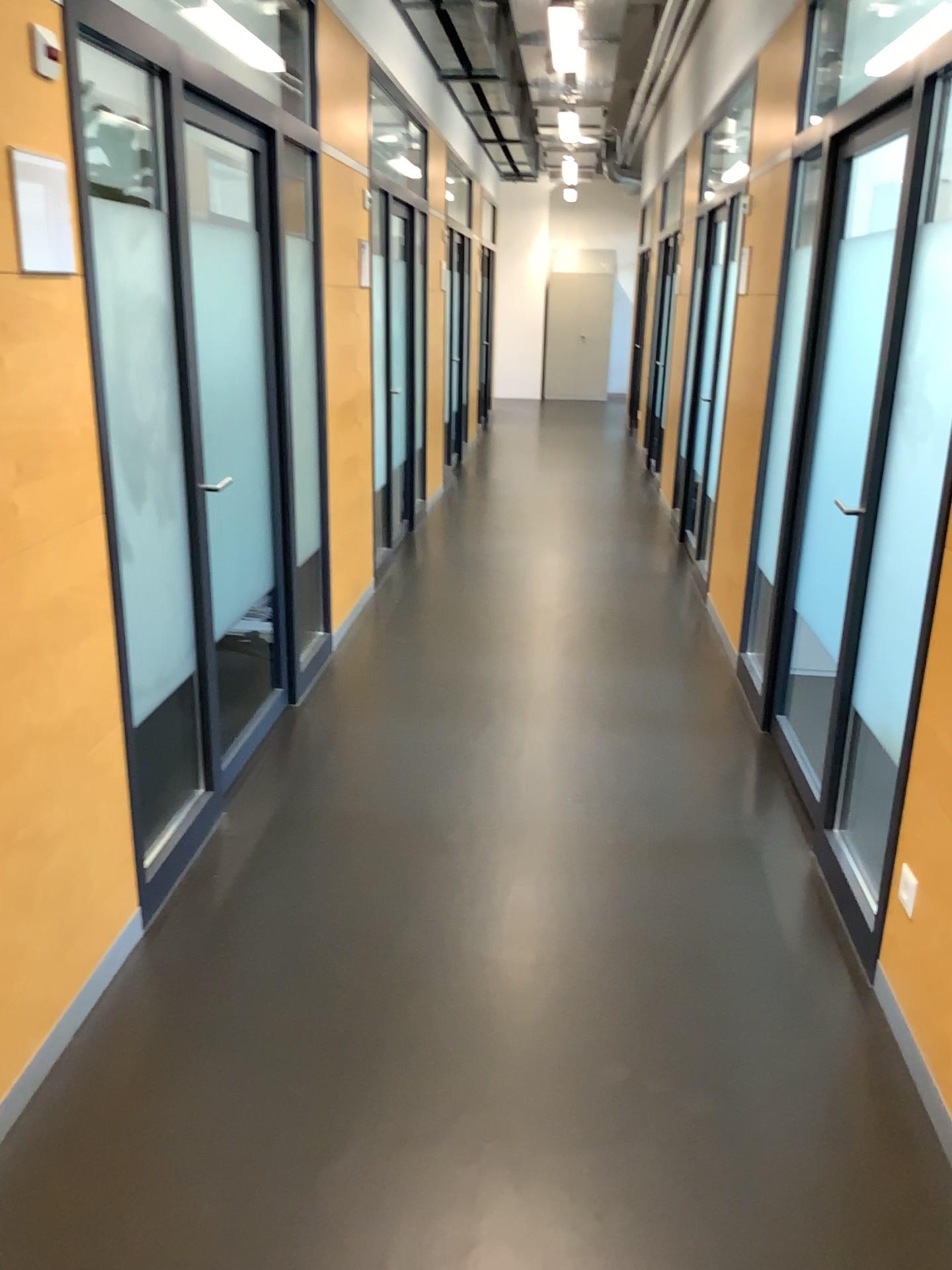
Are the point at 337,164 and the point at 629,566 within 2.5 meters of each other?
A: no
